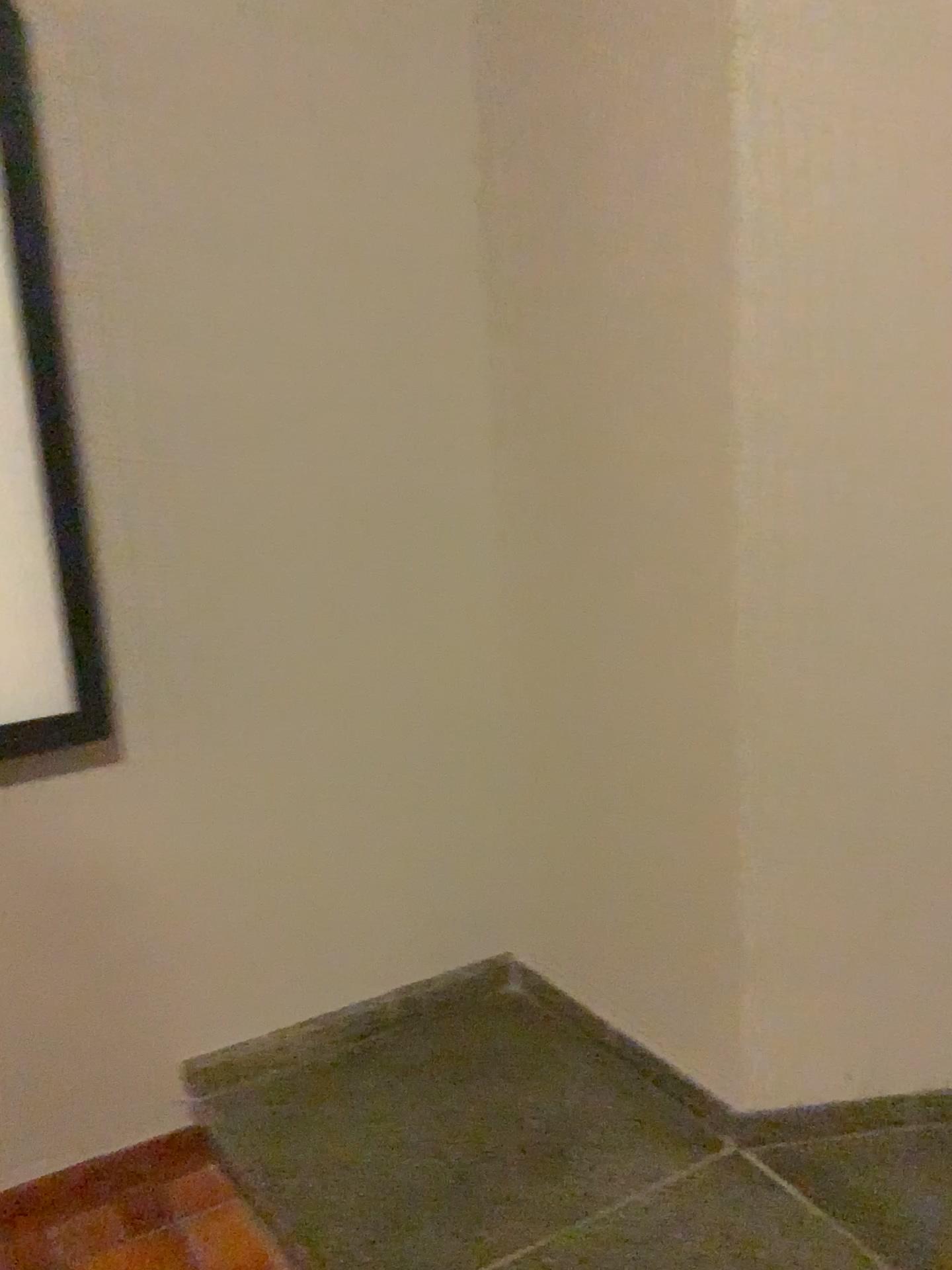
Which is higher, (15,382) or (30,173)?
(30,173)

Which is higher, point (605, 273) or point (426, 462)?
point (605, 273)

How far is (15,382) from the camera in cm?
161

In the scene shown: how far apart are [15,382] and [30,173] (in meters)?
0.31

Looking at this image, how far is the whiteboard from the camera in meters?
1.6 m

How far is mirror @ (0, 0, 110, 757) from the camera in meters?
1.6
